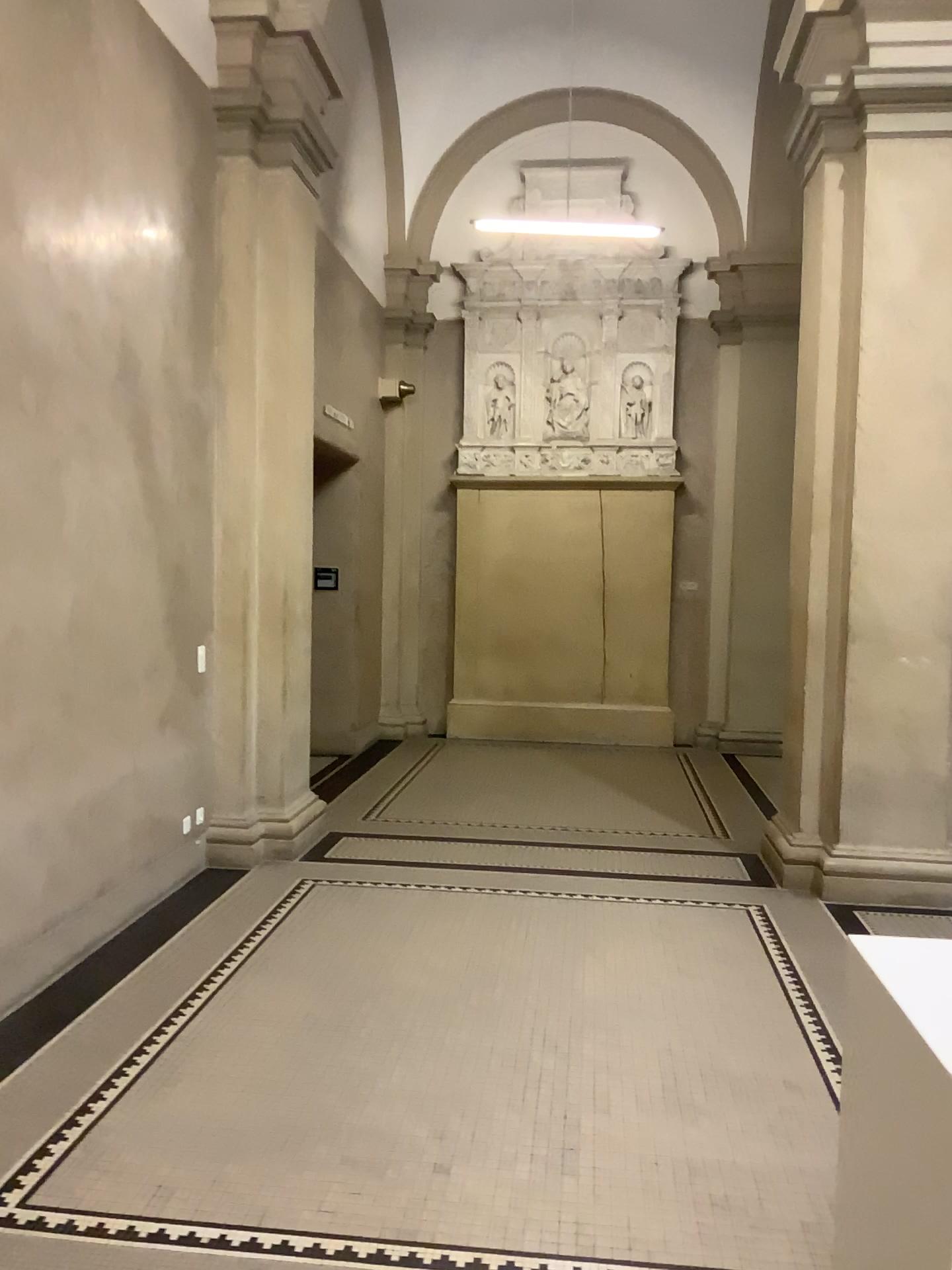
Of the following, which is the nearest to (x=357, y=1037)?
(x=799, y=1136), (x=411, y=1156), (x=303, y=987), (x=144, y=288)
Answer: (x=303, y=987)
